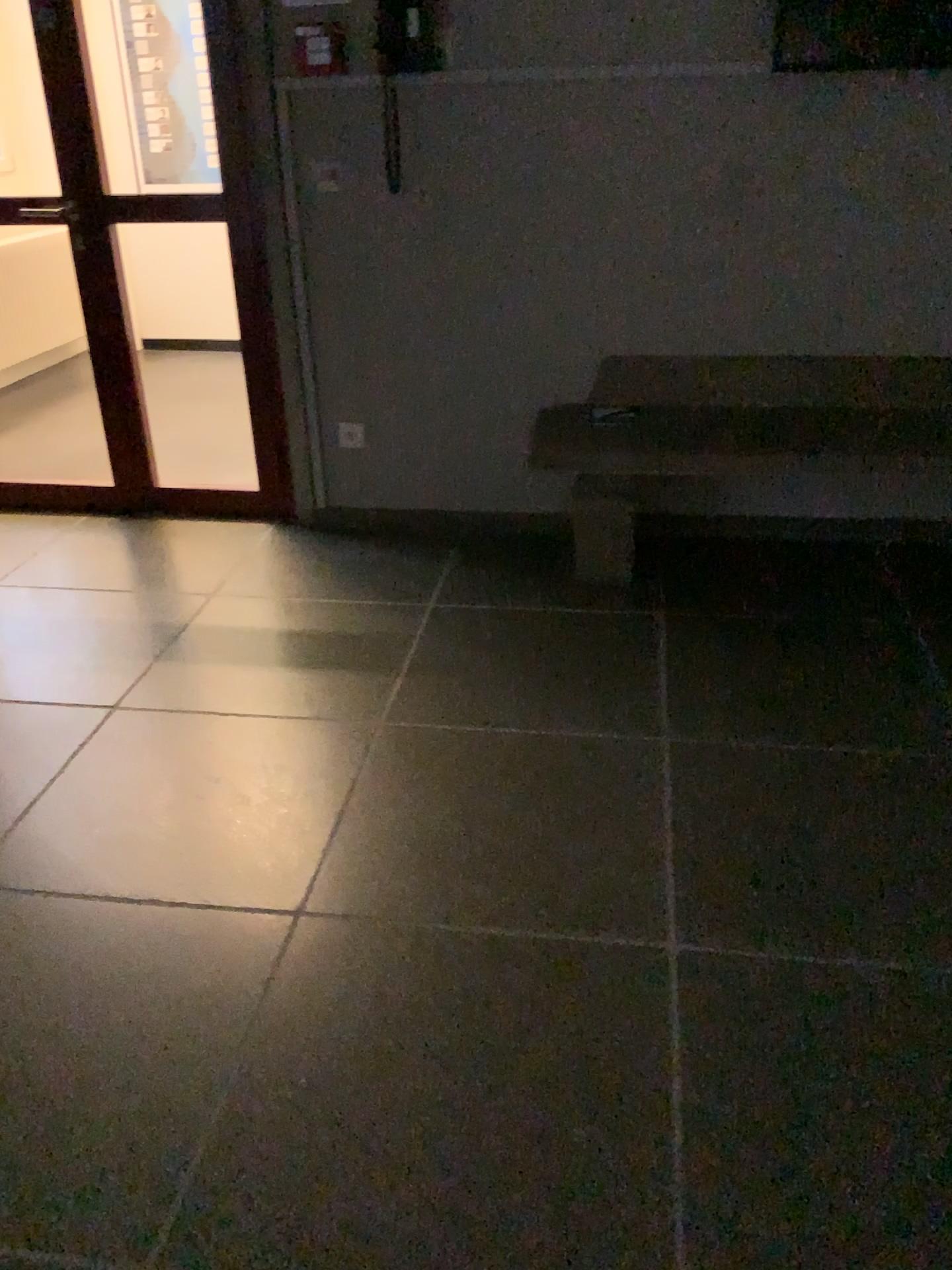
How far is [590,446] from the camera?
3.05m

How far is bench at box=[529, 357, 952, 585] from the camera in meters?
3.1 m

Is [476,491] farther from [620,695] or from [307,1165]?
[307,1165]

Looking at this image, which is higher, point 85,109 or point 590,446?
point 85,109
